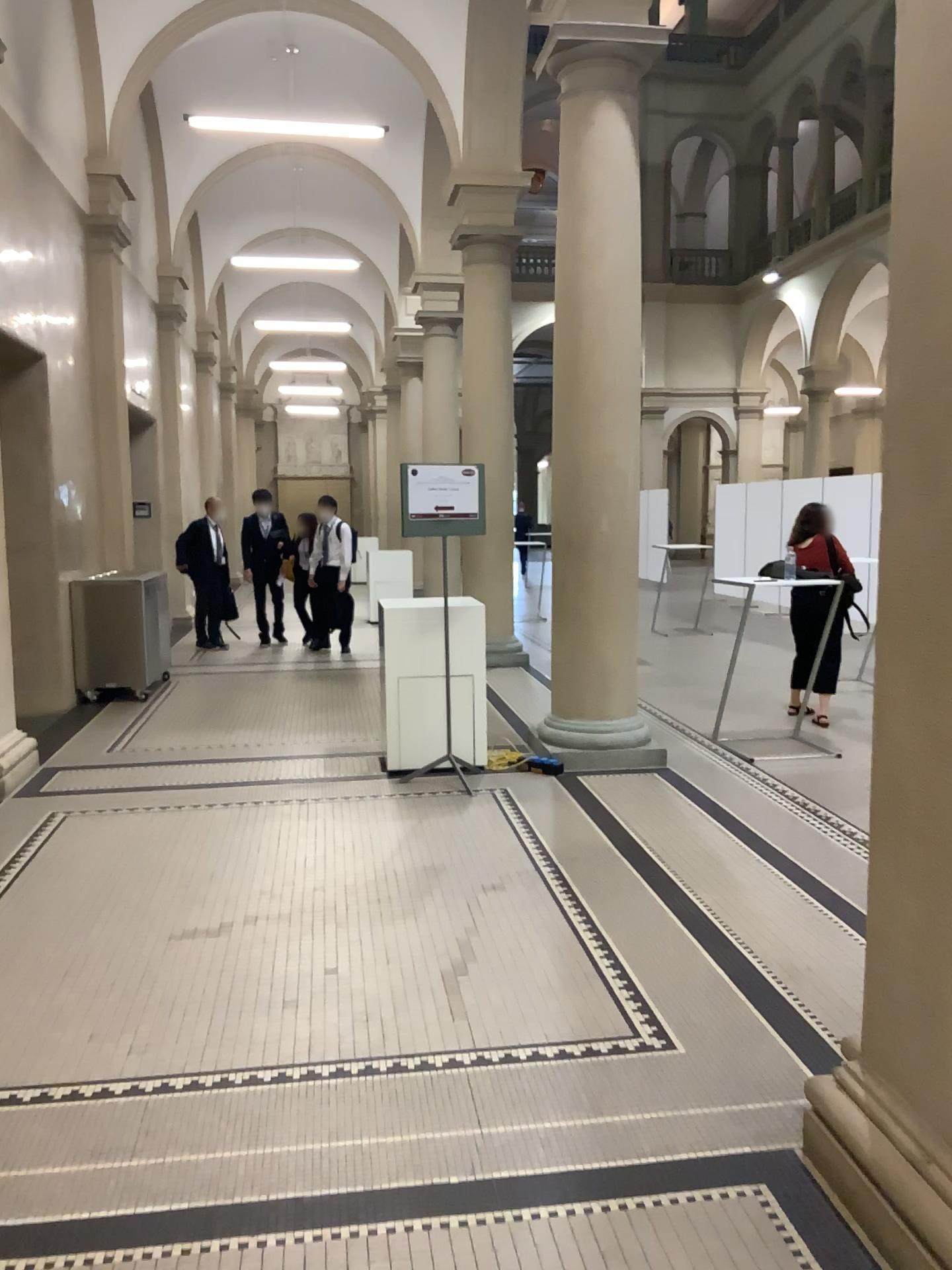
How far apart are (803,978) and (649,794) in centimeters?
214cm
